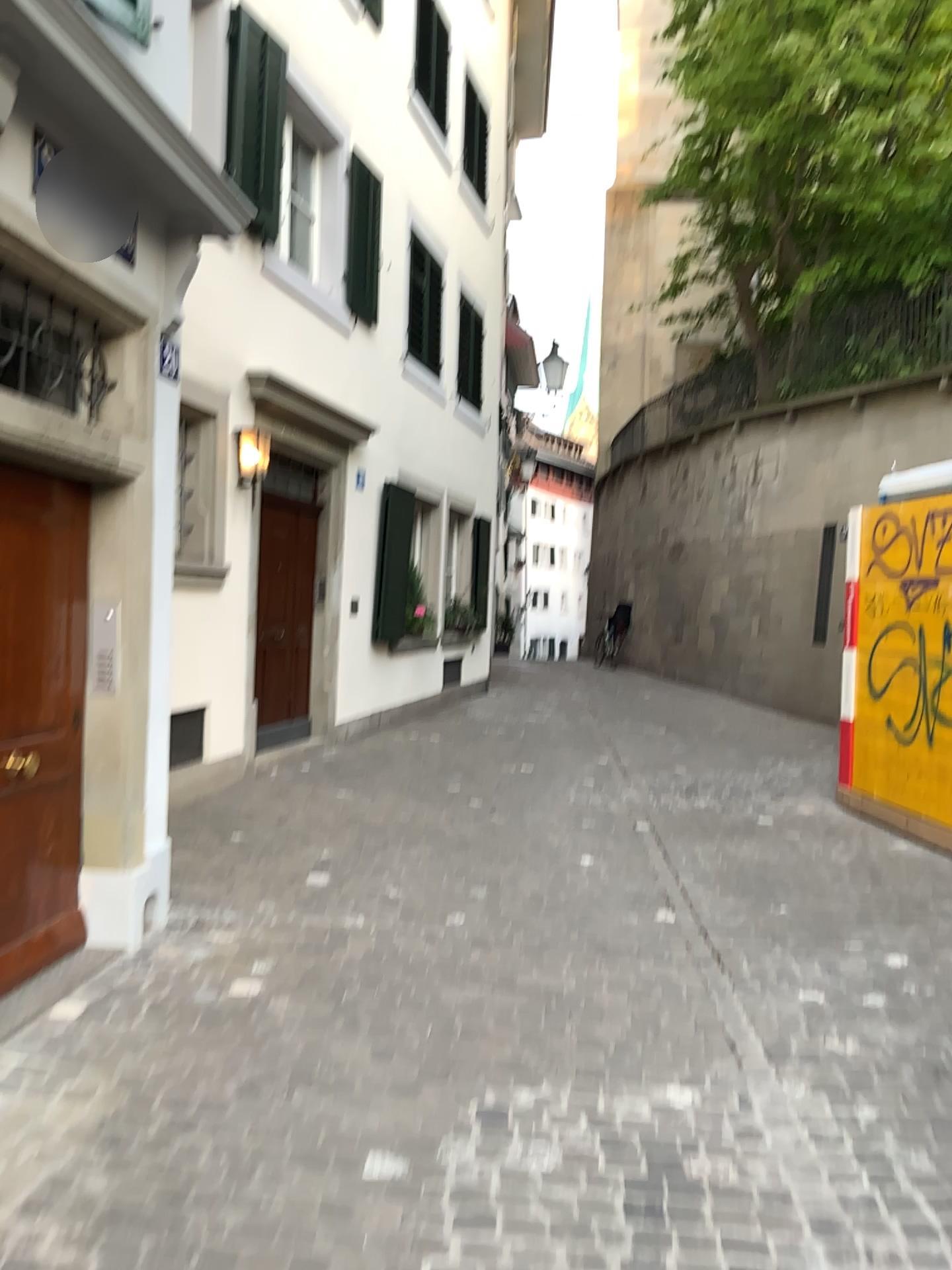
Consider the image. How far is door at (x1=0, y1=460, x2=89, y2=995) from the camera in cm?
370

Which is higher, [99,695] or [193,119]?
[193,119]

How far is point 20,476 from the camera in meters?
3.7
